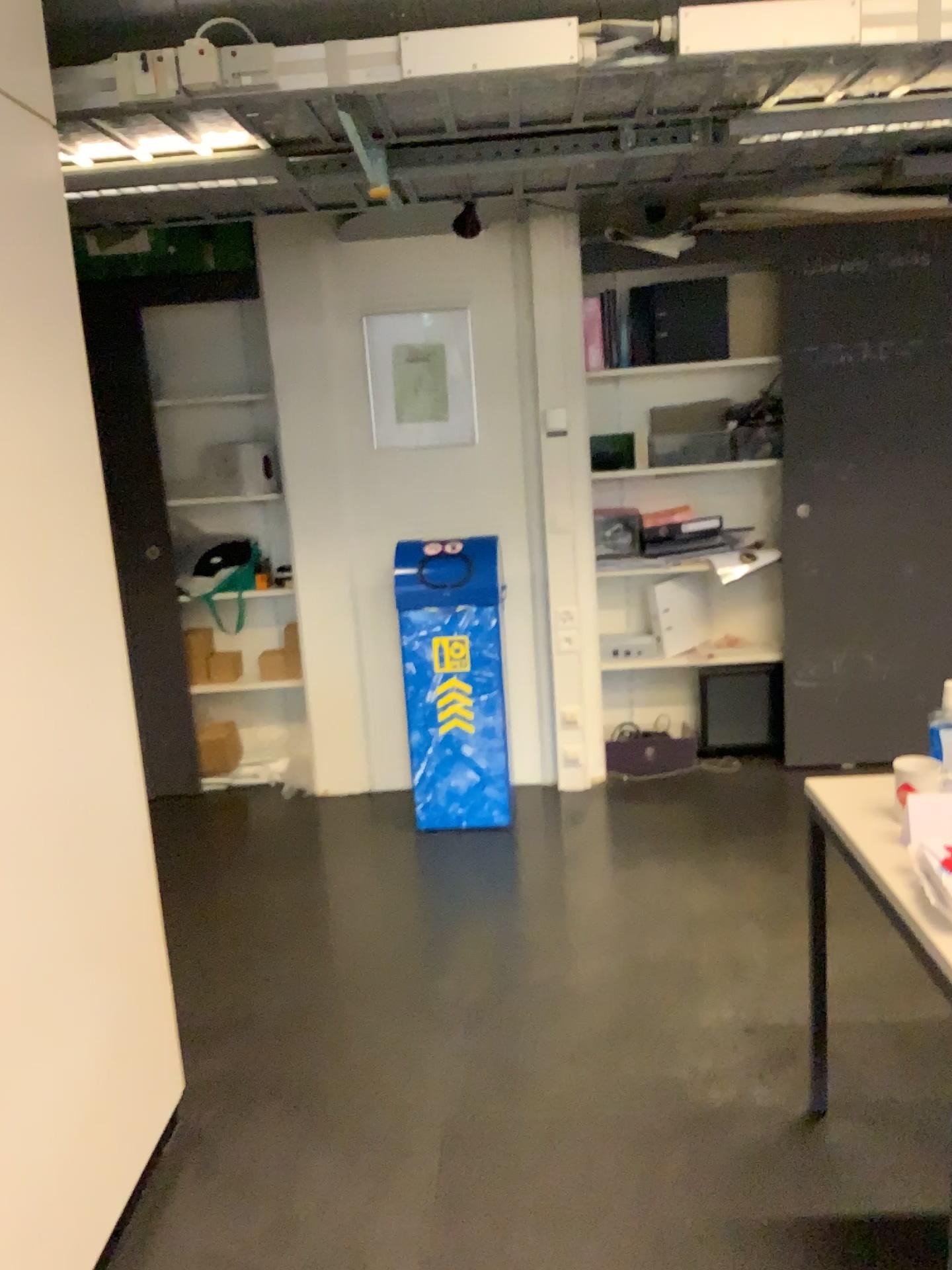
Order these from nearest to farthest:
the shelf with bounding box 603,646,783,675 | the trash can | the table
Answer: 1. the table
2. the trash can
3. the shelf with bounding box 603,646,783,675

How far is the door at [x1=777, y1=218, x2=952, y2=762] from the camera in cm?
402

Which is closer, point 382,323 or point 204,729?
point 382,323

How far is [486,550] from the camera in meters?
3.8

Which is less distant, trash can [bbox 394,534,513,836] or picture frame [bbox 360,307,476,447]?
trash can [bbox 394,534,513,836]

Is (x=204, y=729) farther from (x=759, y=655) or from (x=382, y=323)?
(x=759, y=655)

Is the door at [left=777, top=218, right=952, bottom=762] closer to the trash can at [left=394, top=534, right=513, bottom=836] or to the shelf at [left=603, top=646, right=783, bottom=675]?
the shelf at [left=603, top=646, right=783, bottom=675]

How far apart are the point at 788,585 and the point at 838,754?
0.74m

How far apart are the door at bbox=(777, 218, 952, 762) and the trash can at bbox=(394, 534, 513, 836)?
1.2m

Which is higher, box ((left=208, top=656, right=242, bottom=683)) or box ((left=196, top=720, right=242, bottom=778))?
box ((left=208, top=656, right=242, bottom=683))
